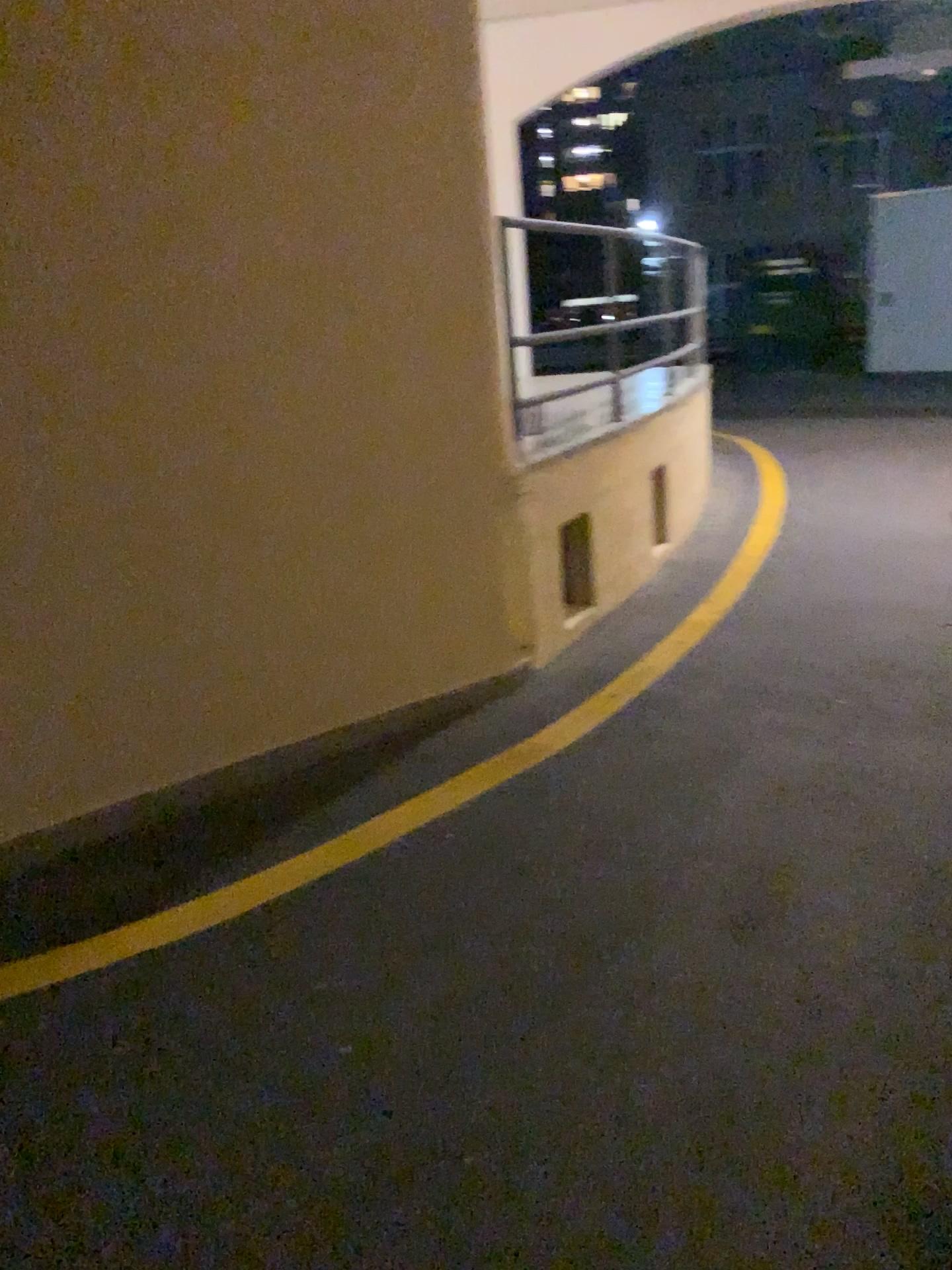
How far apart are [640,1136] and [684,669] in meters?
2.5
